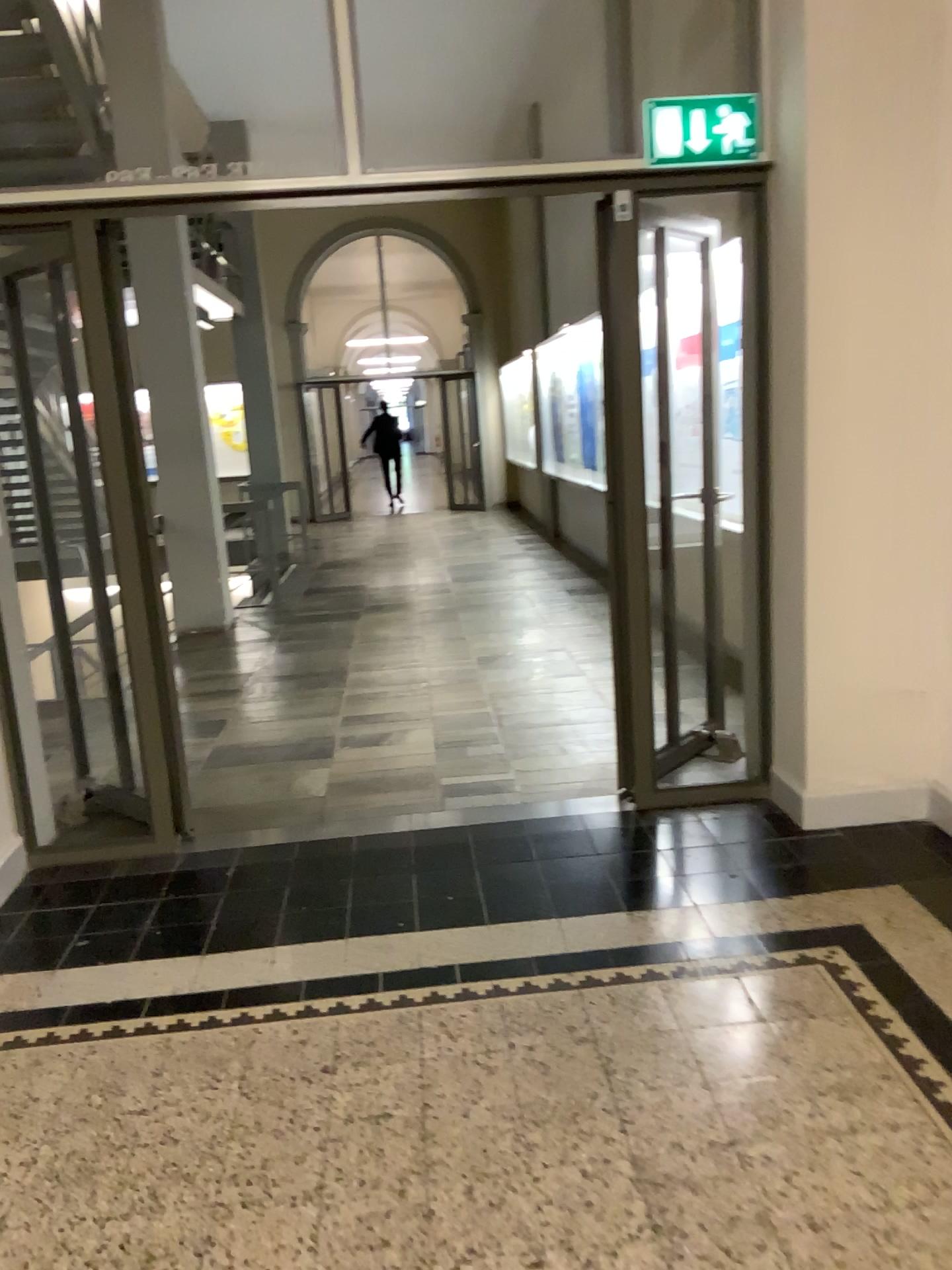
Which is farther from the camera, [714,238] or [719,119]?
[714,238]

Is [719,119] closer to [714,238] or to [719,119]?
[719,119]

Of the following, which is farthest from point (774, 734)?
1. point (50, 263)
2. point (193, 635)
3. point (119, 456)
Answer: point (193, 635)

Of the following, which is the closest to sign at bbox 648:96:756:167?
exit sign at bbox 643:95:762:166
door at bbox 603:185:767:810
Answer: exit sign at bbox 643:95:762:166

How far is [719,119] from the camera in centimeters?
331cm

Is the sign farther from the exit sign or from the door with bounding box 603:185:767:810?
the door with bounding box 603:185:767:810

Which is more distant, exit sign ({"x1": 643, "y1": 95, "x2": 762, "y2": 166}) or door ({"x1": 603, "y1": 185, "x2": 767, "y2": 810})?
door ({"x1": 603, "y1": 185, "x2": 767, "y2": 810})

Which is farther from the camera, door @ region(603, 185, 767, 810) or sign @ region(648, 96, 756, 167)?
door @ region(603, 185, 767, 810)

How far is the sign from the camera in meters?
3.3
